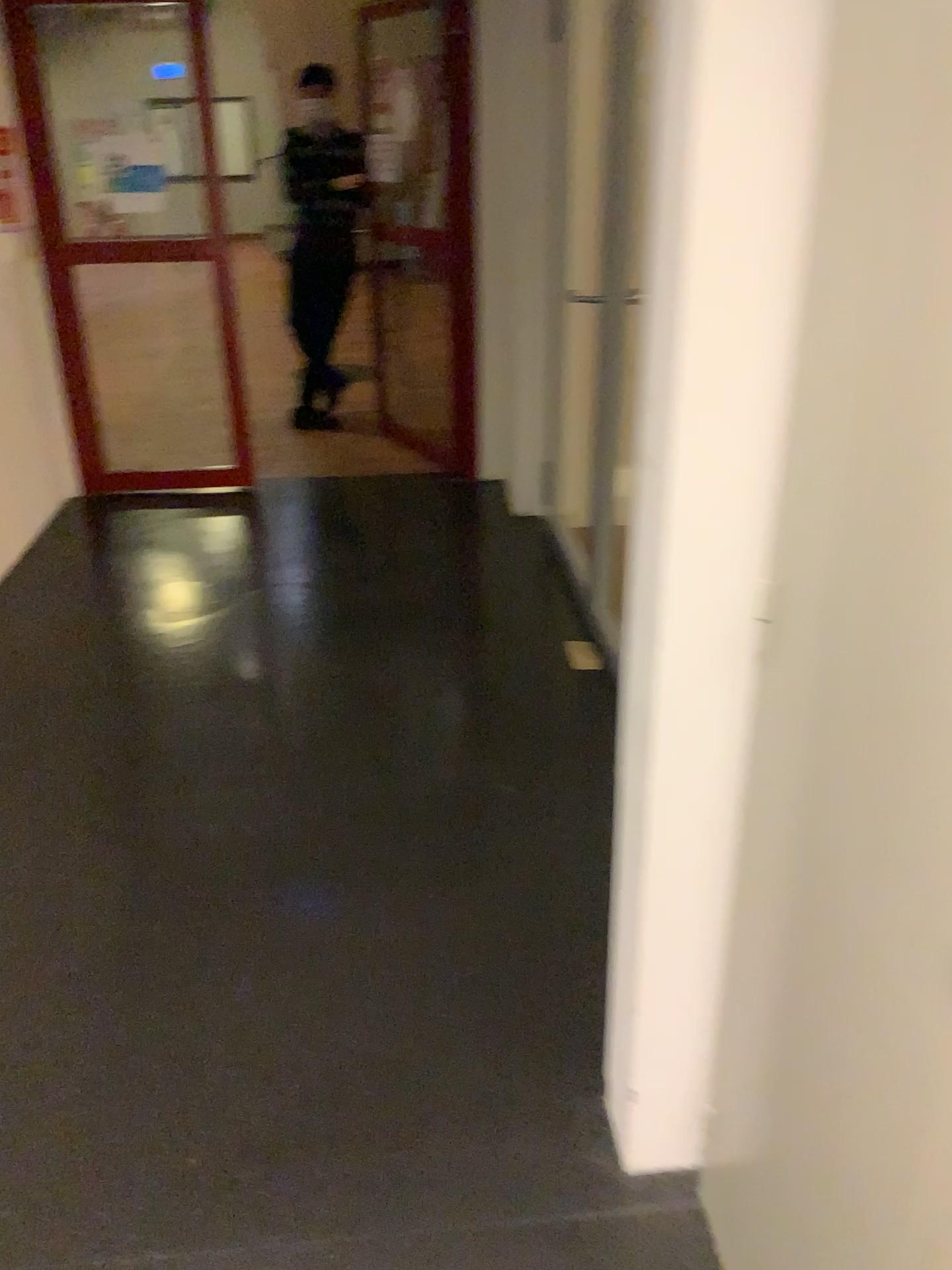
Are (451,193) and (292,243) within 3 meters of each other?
yes

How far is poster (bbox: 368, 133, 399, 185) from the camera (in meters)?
4.57

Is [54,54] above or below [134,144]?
above

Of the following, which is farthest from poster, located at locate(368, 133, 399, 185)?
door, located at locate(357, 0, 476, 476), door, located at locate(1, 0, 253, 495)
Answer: door, located at locate(1, 0, 253, 495)

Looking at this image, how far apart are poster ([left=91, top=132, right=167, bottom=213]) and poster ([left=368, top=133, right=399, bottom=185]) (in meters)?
0.89

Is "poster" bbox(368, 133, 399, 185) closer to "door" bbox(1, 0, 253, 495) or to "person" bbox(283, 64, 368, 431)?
"person" bbox(283, 64, 368, 431)

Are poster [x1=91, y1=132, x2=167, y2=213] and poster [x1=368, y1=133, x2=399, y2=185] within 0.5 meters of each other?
no

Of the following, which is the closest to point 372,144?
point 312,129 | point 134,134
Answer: point 312,129

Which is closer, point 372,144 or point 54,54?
point 54,54

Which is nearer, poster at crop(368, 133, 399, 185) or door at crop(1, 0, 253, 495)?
door at crop(1, 0, 253, 495)
